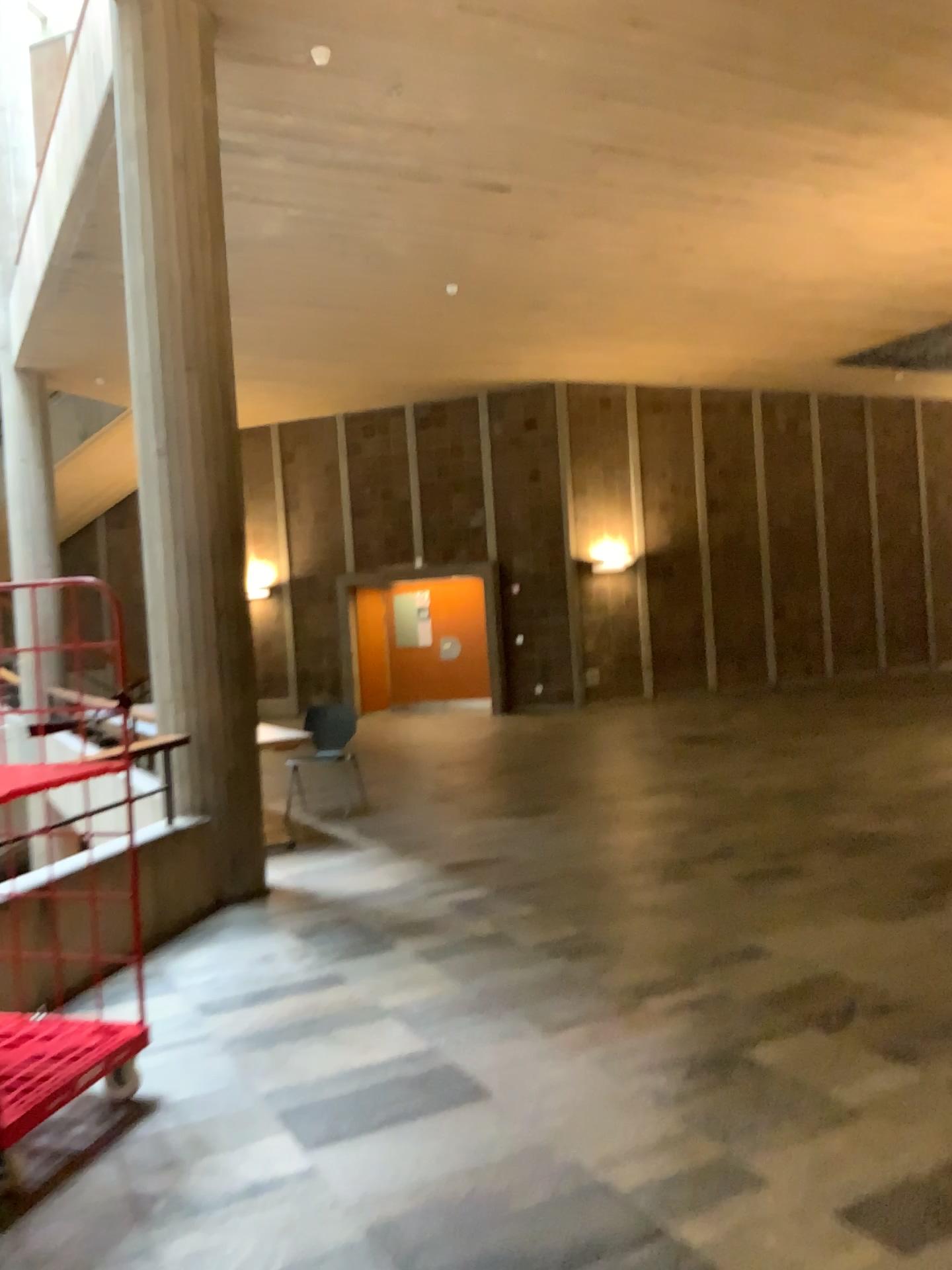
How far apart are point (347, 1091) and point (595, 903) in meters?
2.1
